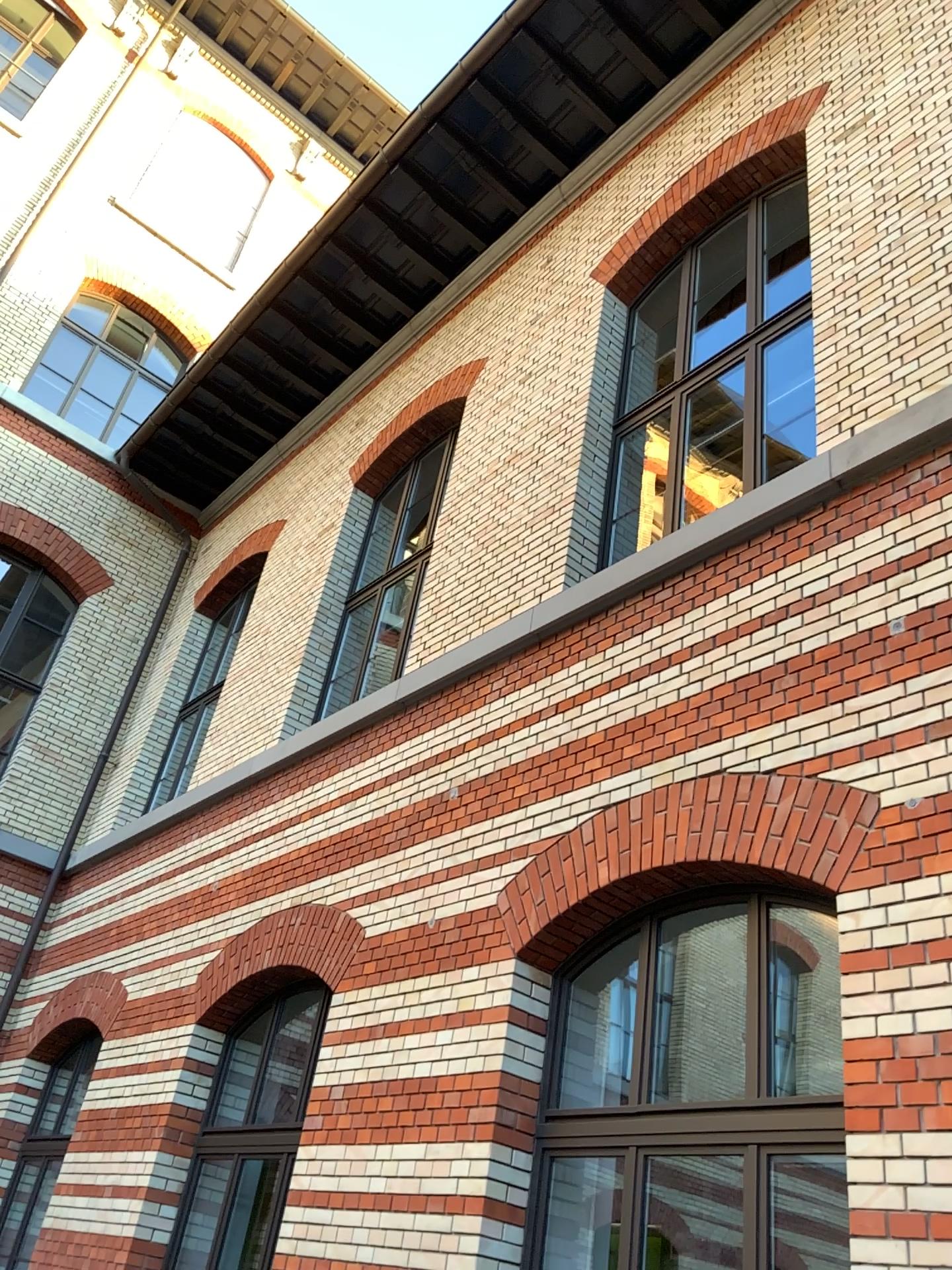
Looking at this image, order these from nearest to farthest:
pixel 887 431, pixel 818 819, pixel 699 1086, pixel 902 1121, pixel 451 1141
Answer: pixel 902 1121, pixel 818 819, pixel 699 1086, pixel 887 431, pixel 451 1141
